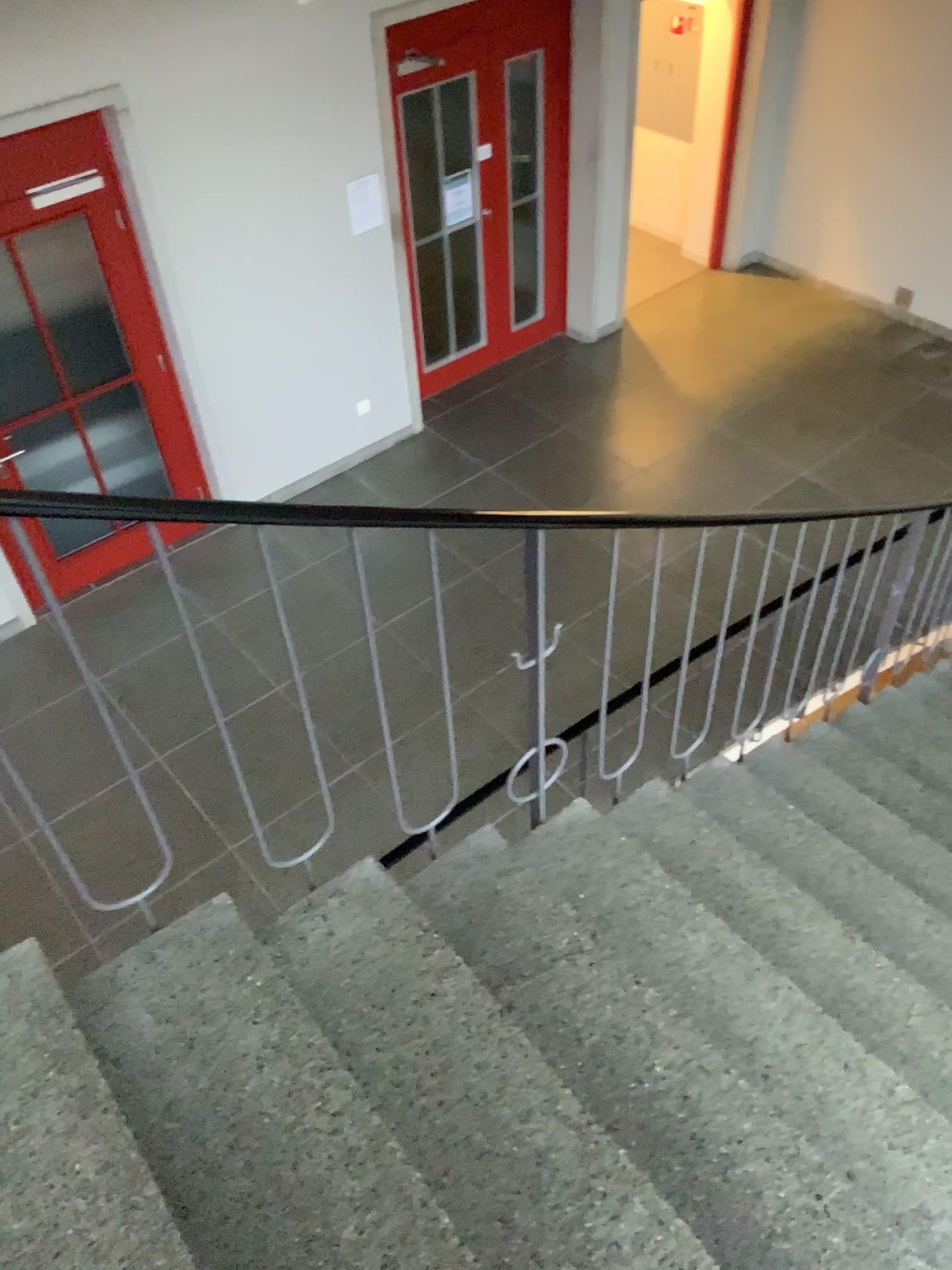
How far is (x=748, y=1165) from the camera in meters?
1.8
